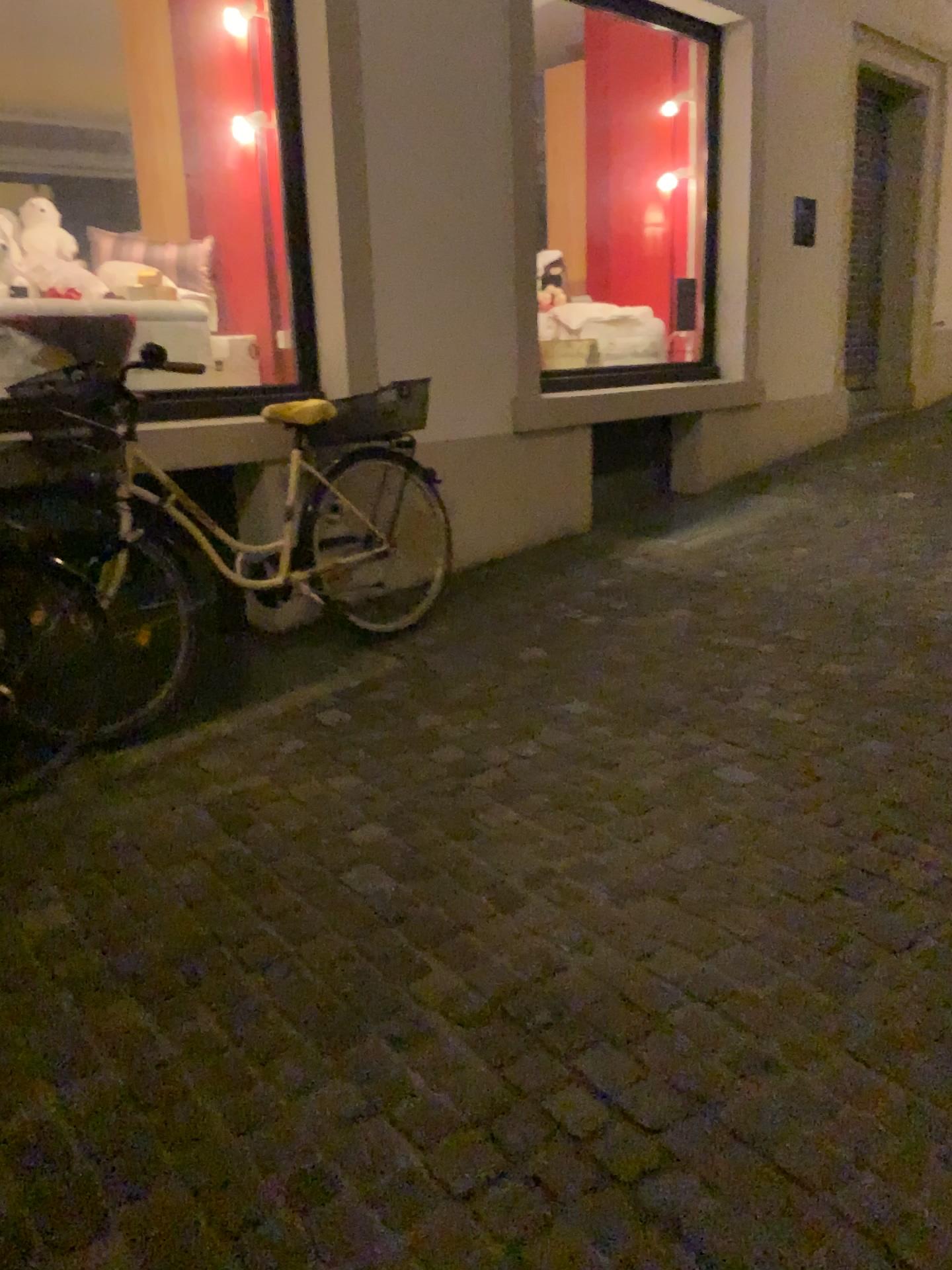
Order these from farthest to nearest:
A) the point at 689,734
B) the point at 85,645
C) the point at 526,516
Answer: the point at 526,516
the point at 85,645
the point at 689,734
